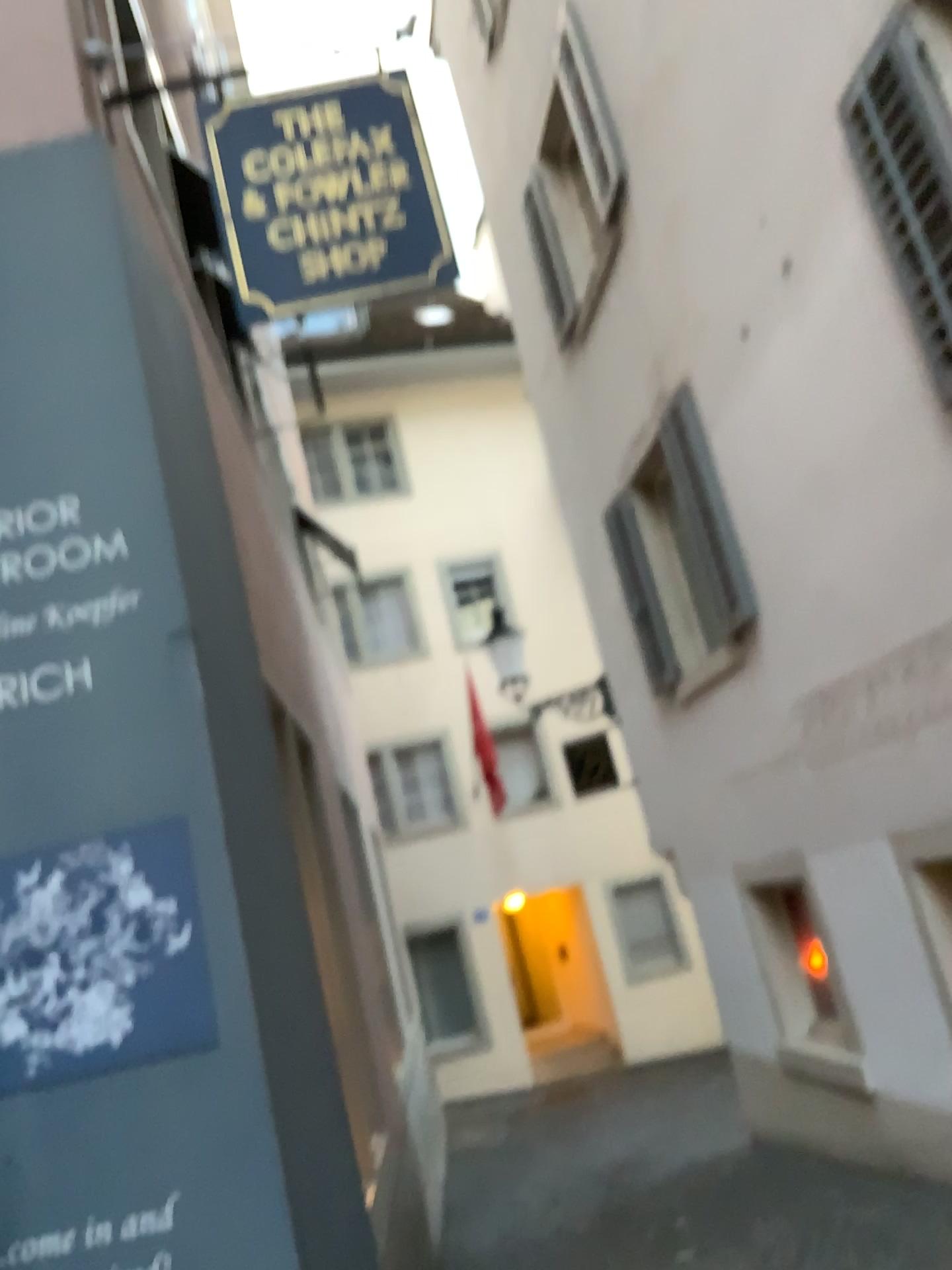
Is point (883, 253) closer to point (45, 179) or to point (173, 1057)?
point (45, 179)

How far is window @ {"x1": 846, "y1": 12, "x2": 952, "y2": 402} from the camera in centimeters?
393cm

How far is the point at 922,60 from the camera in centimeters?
393cm
